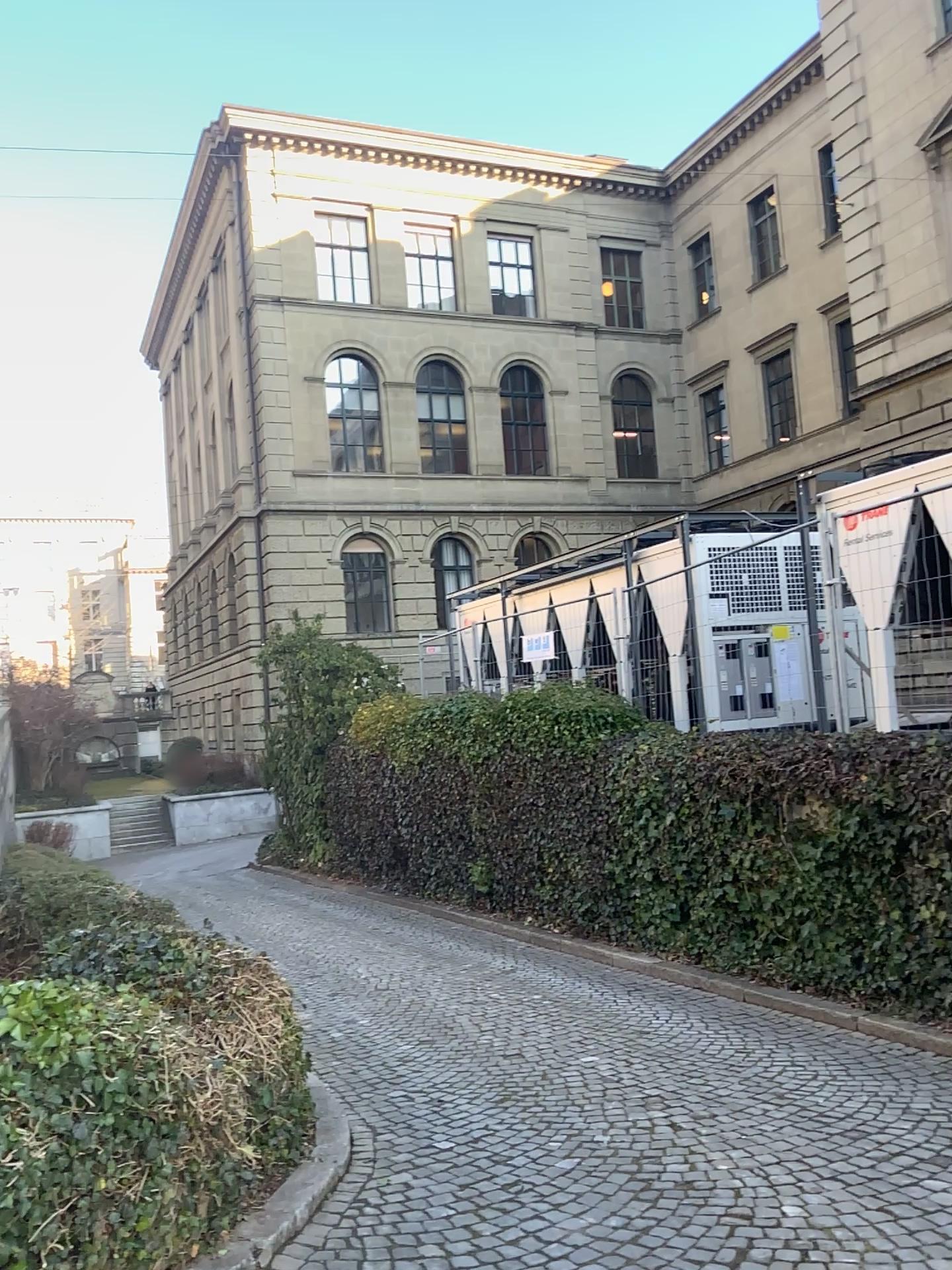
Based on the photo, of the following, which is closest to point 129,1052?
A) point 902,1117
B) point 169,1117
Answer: point 169,1117
